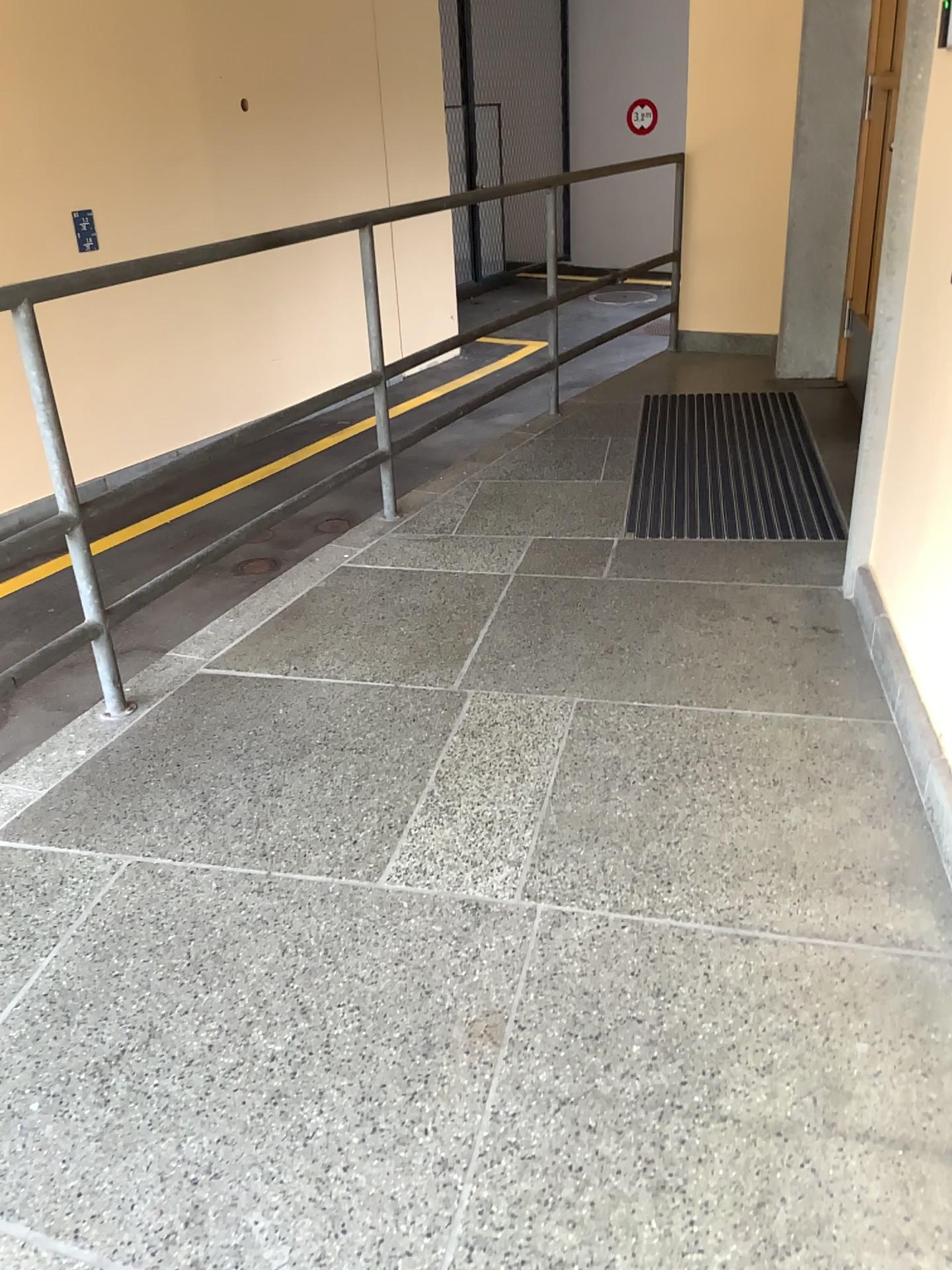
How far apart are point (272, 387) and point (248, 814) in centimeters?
127cm
